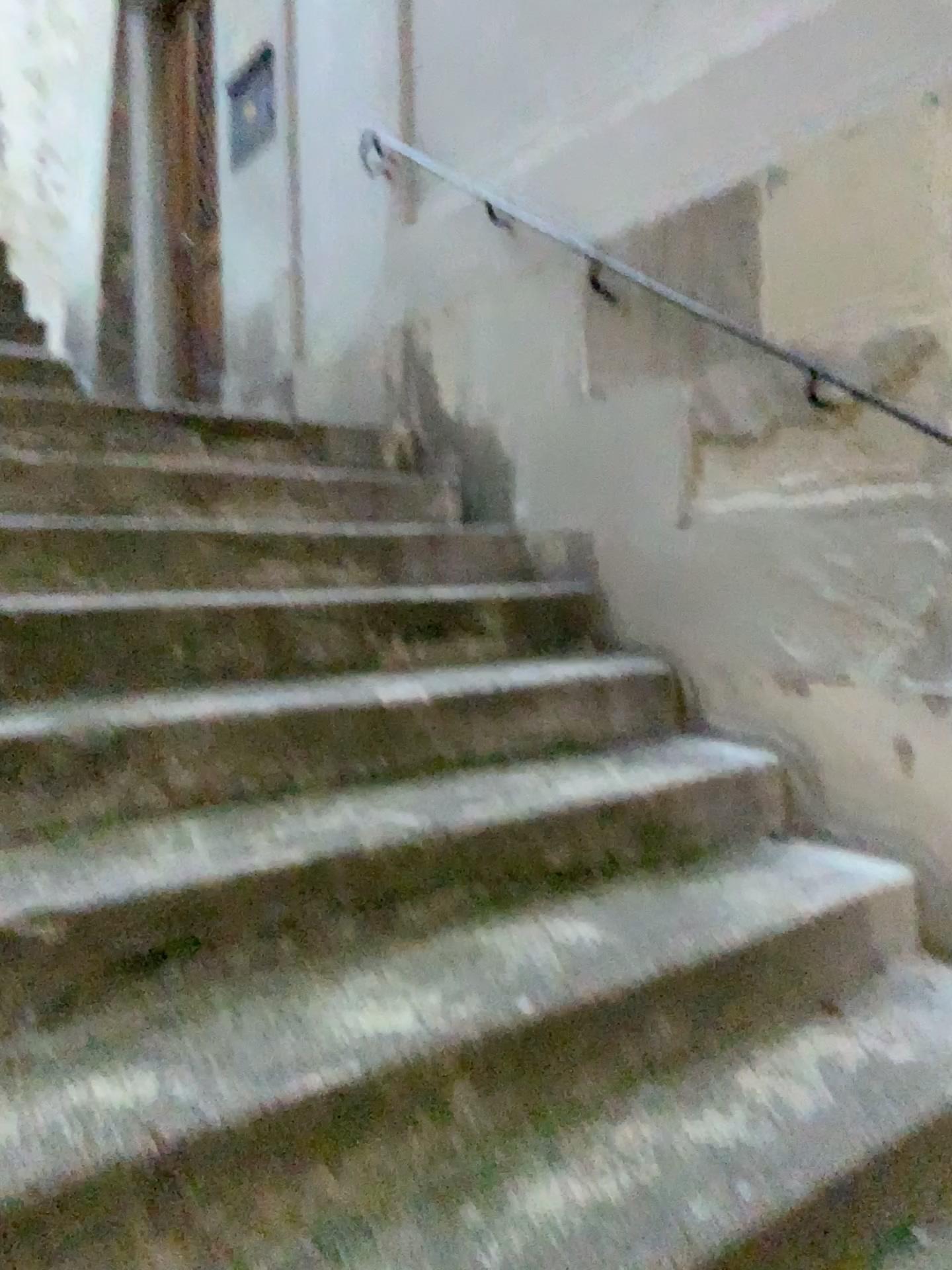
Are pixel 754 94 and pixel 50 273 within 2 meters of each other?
no
